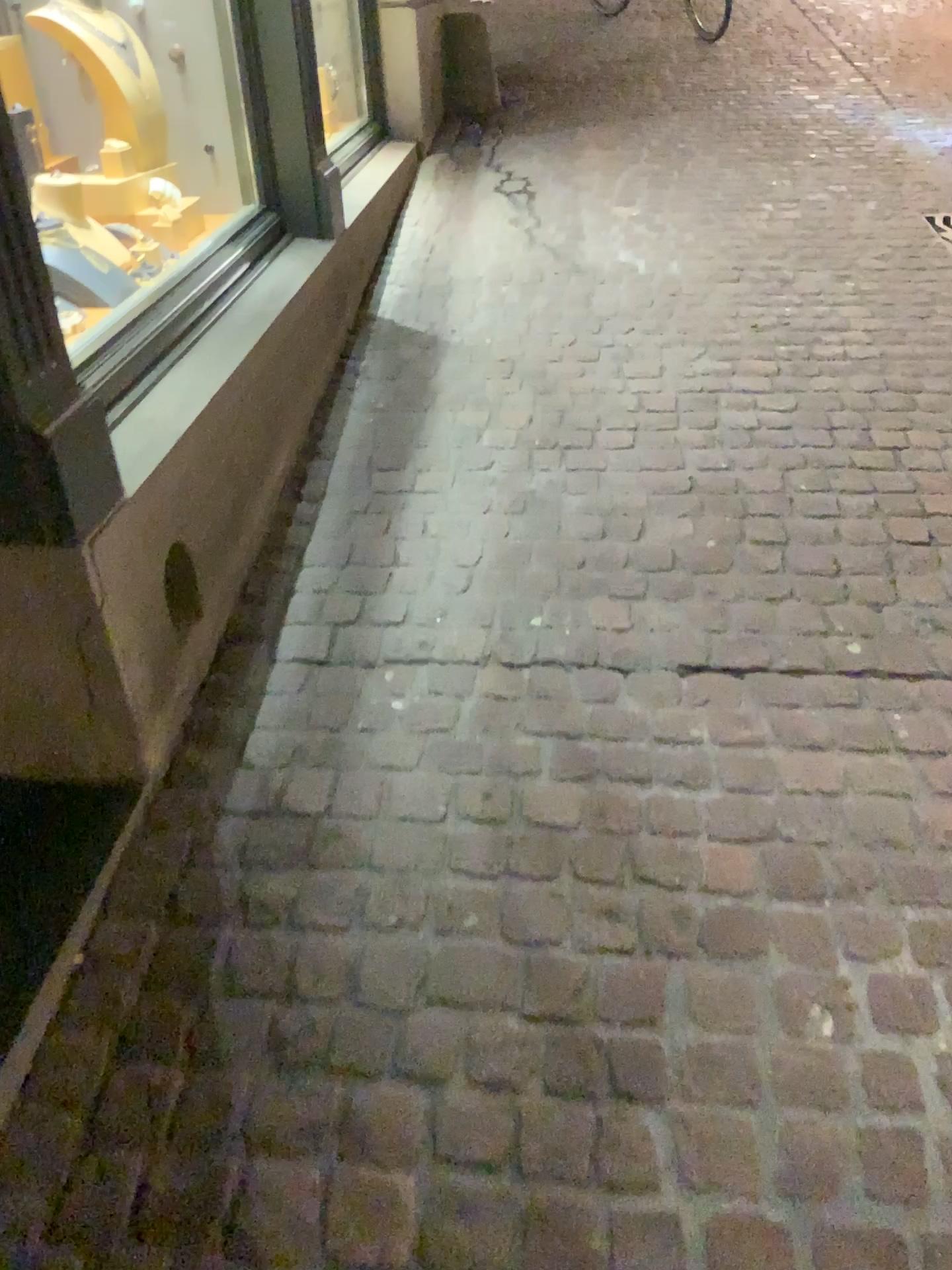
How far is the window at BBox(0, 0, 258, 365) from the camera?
2.74m

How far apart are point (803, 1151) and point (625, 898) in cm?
41

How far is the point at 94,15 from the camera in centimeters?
274cm
